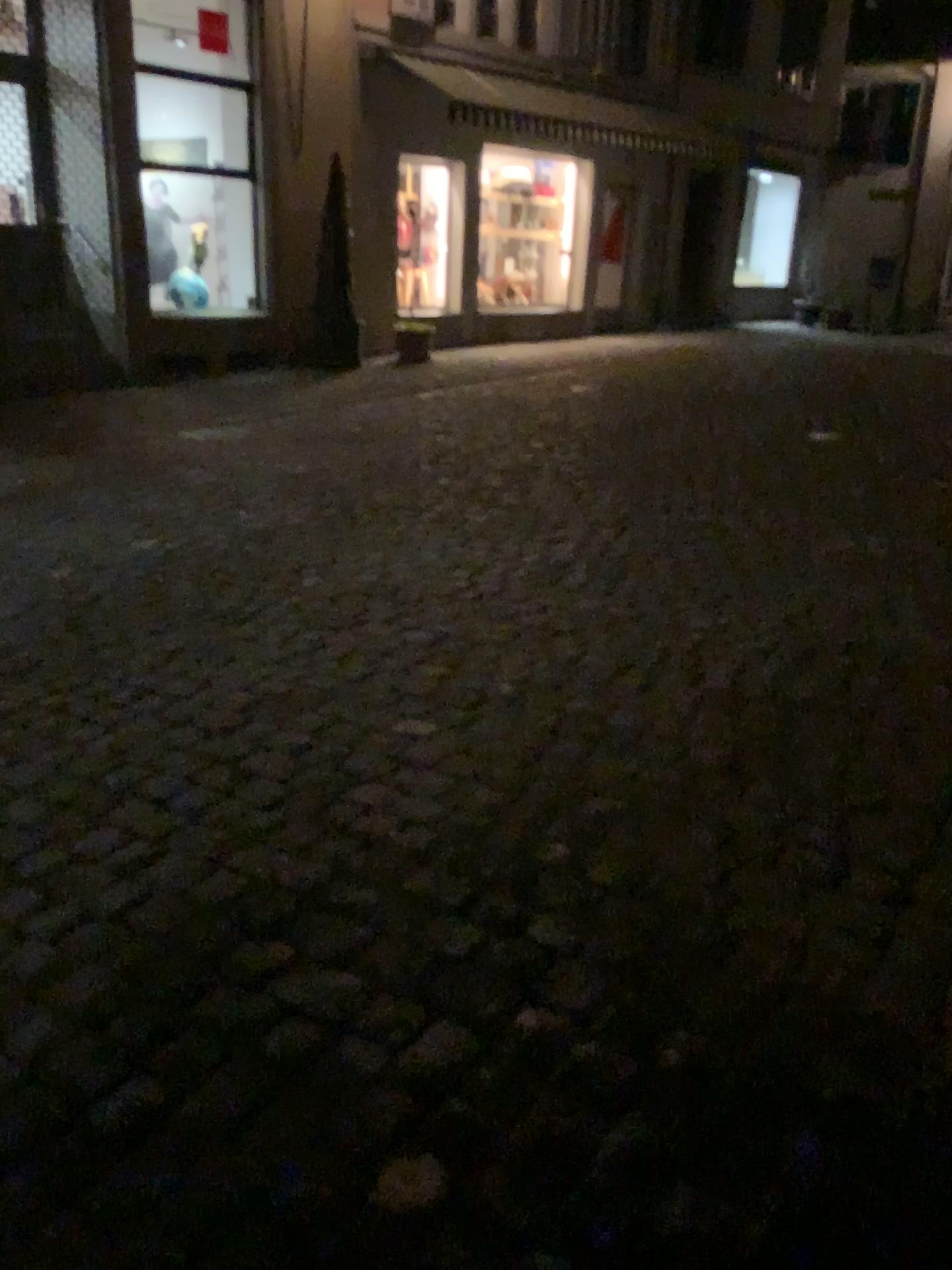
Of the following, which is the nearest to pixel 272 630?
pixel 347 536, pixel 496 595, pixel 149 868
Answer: pixel 496 595
